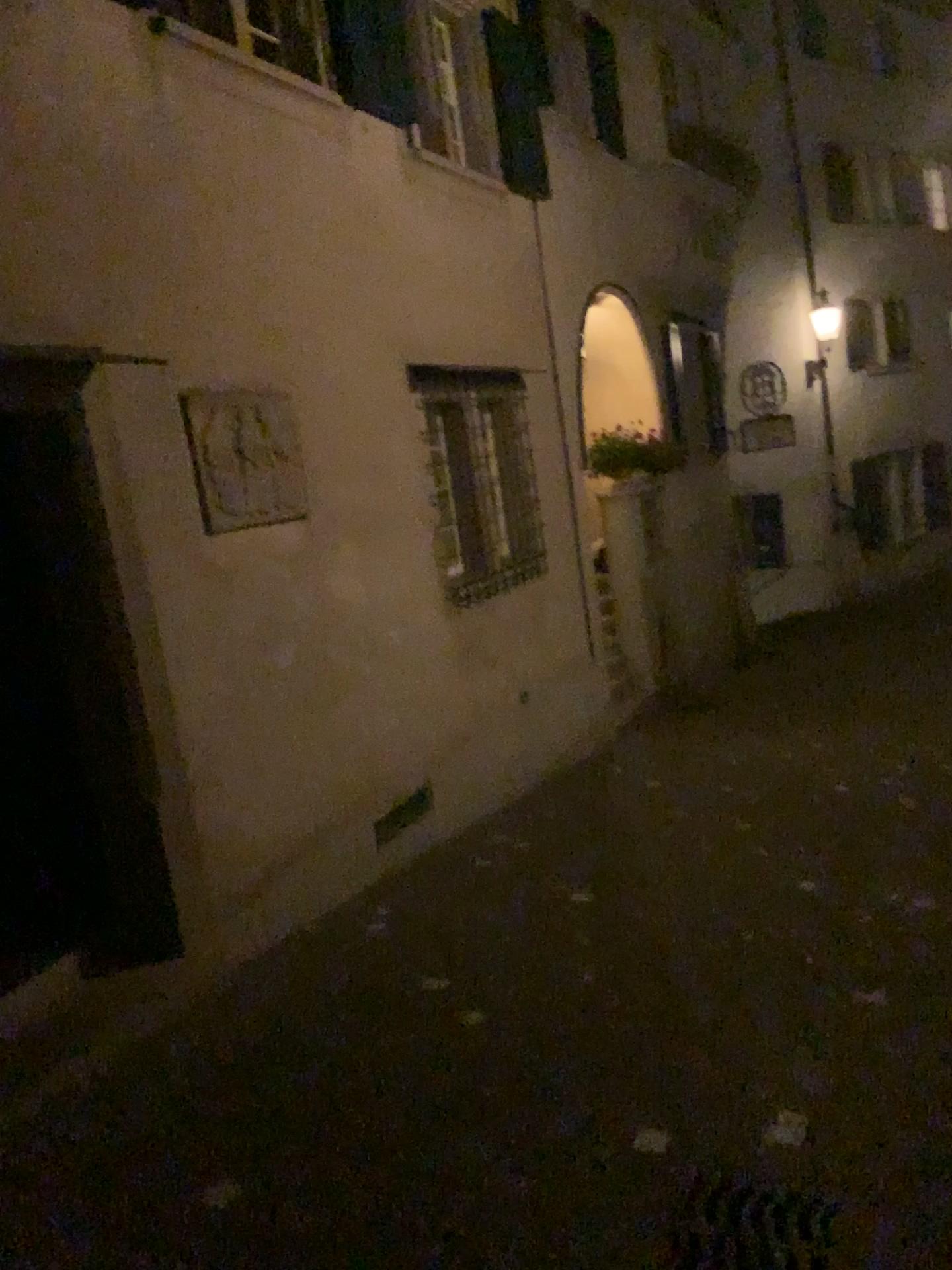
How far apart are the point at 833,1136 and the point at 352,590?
3.3 meters
